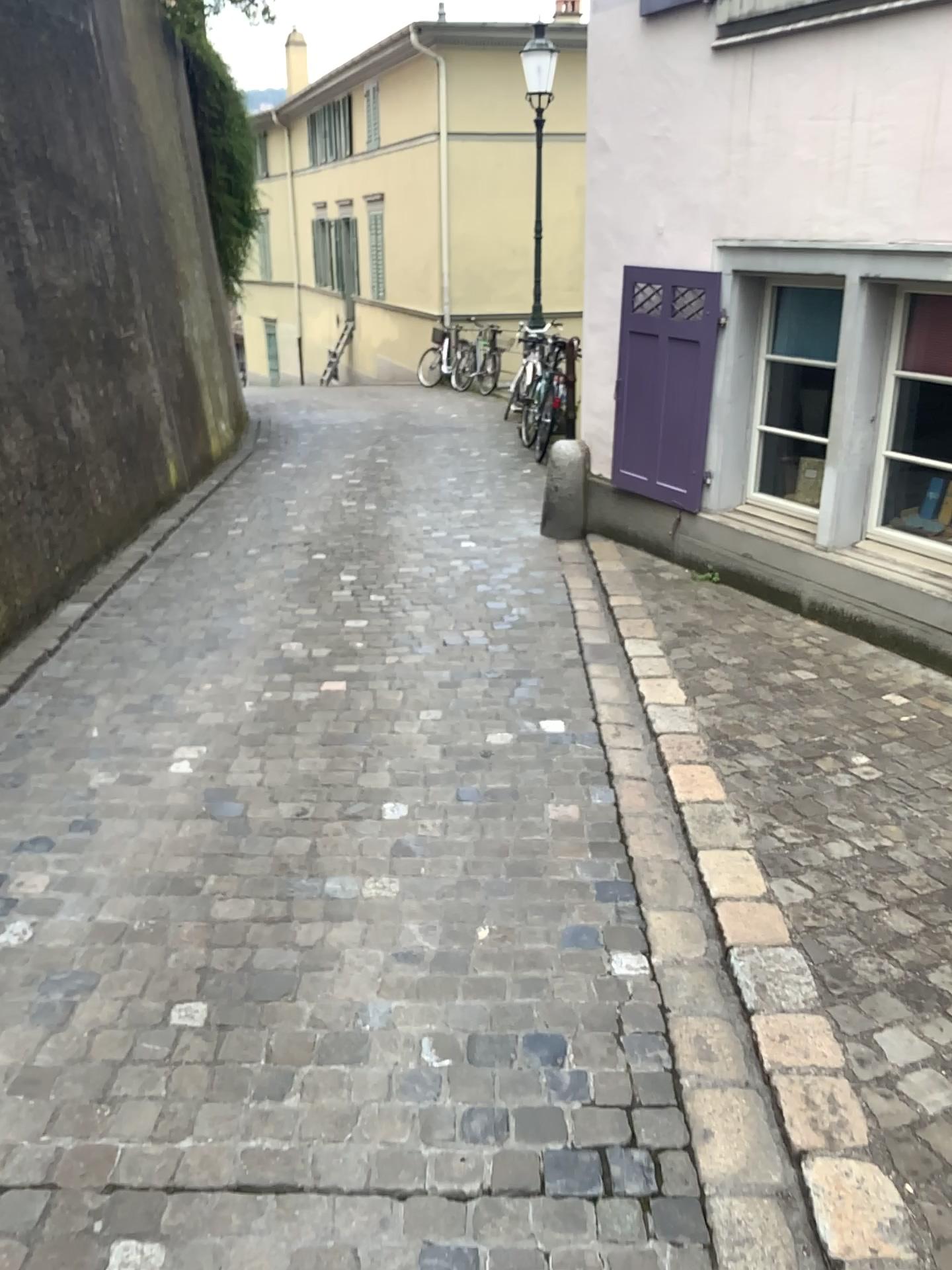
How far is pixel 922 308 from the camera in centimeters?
425cm

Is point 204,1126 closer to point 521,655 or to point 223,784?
point 223,784

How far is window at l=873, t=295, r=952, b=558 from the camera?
4.3 meters
